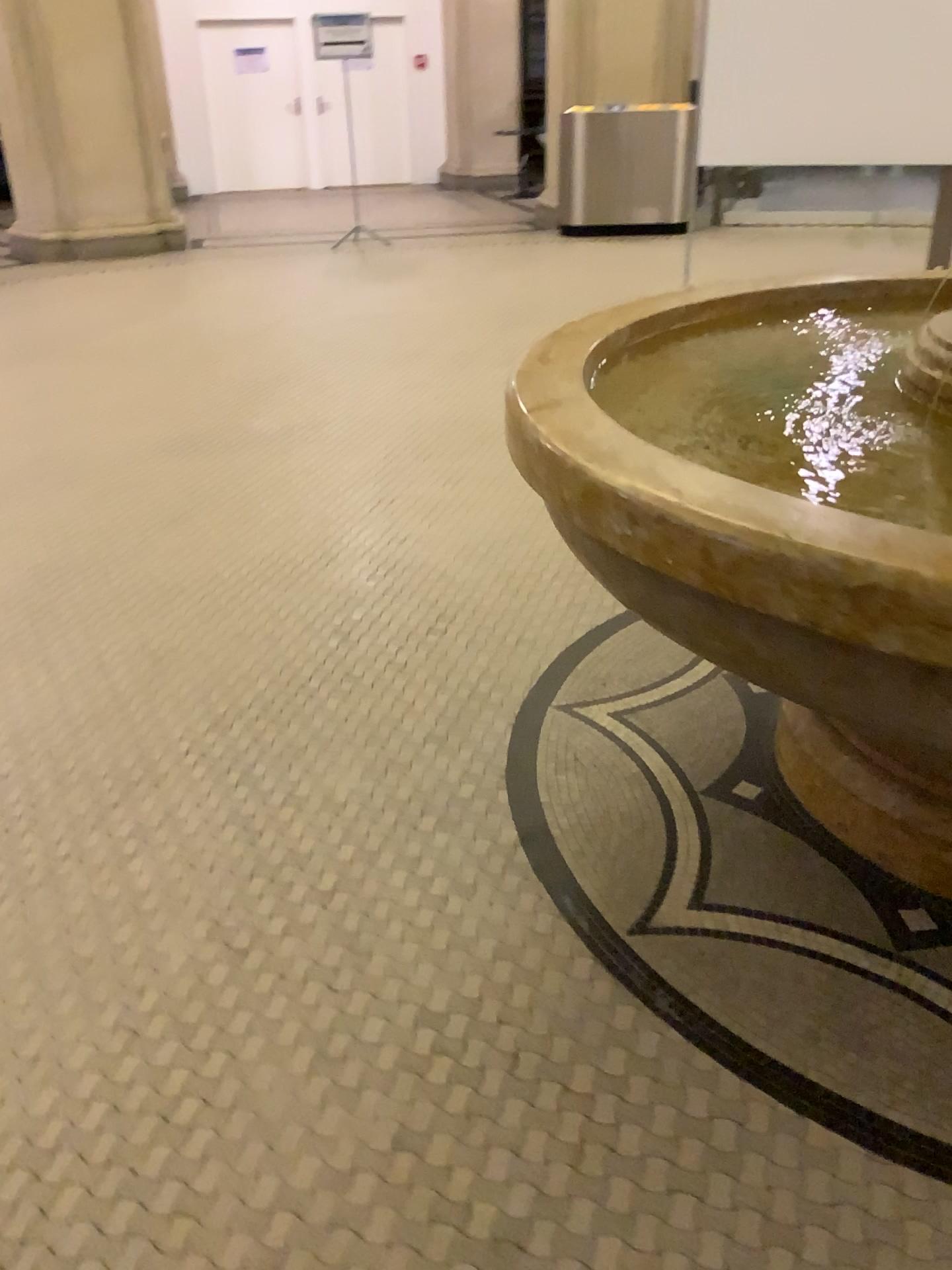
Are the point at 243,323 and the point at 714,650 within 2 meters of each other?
no
